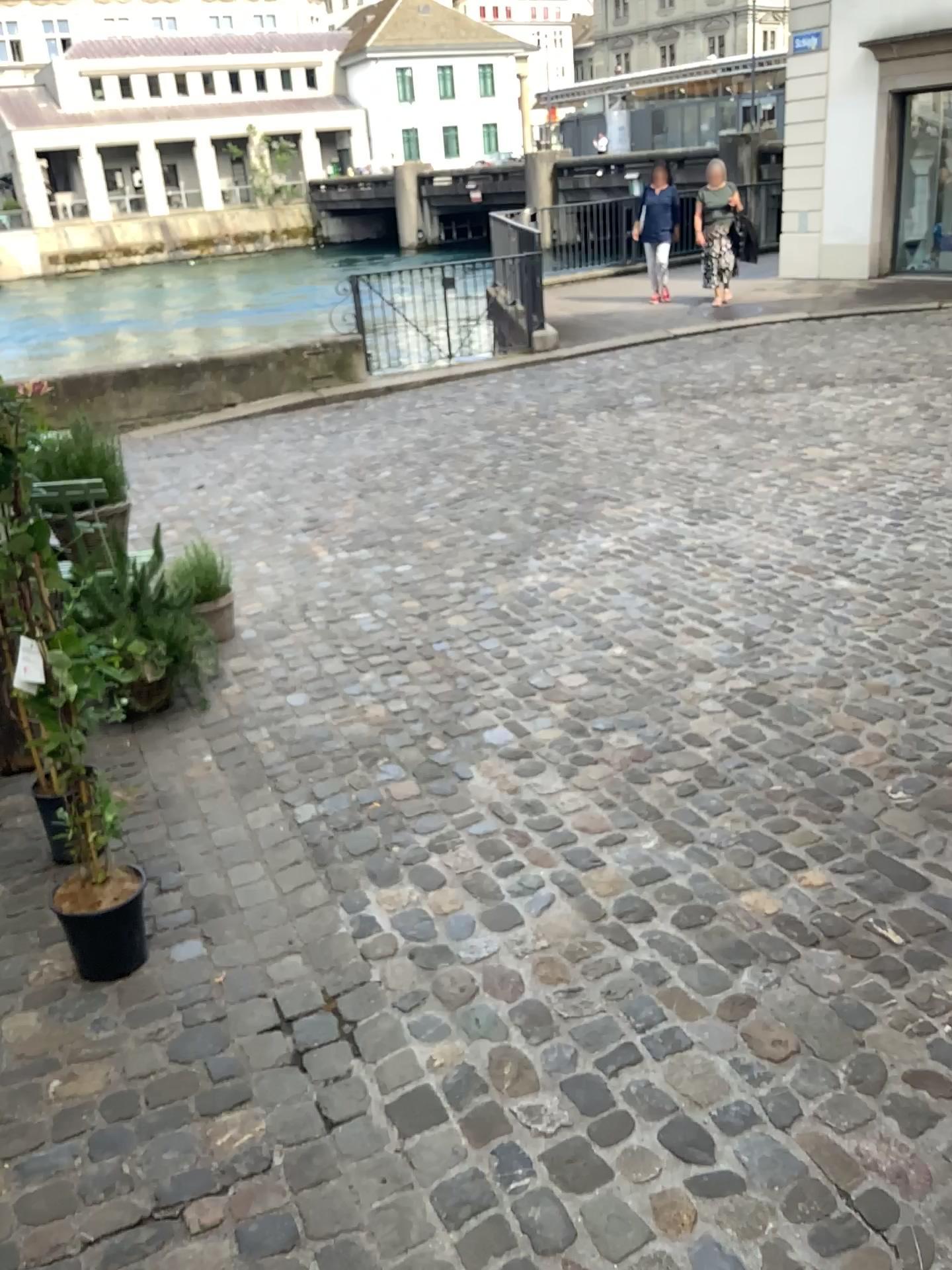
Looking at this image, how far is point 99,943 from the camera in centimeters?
235cm

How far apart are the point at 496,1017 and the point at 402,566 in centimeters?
304cm

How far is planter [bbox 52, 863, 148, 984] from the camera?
2.3m
